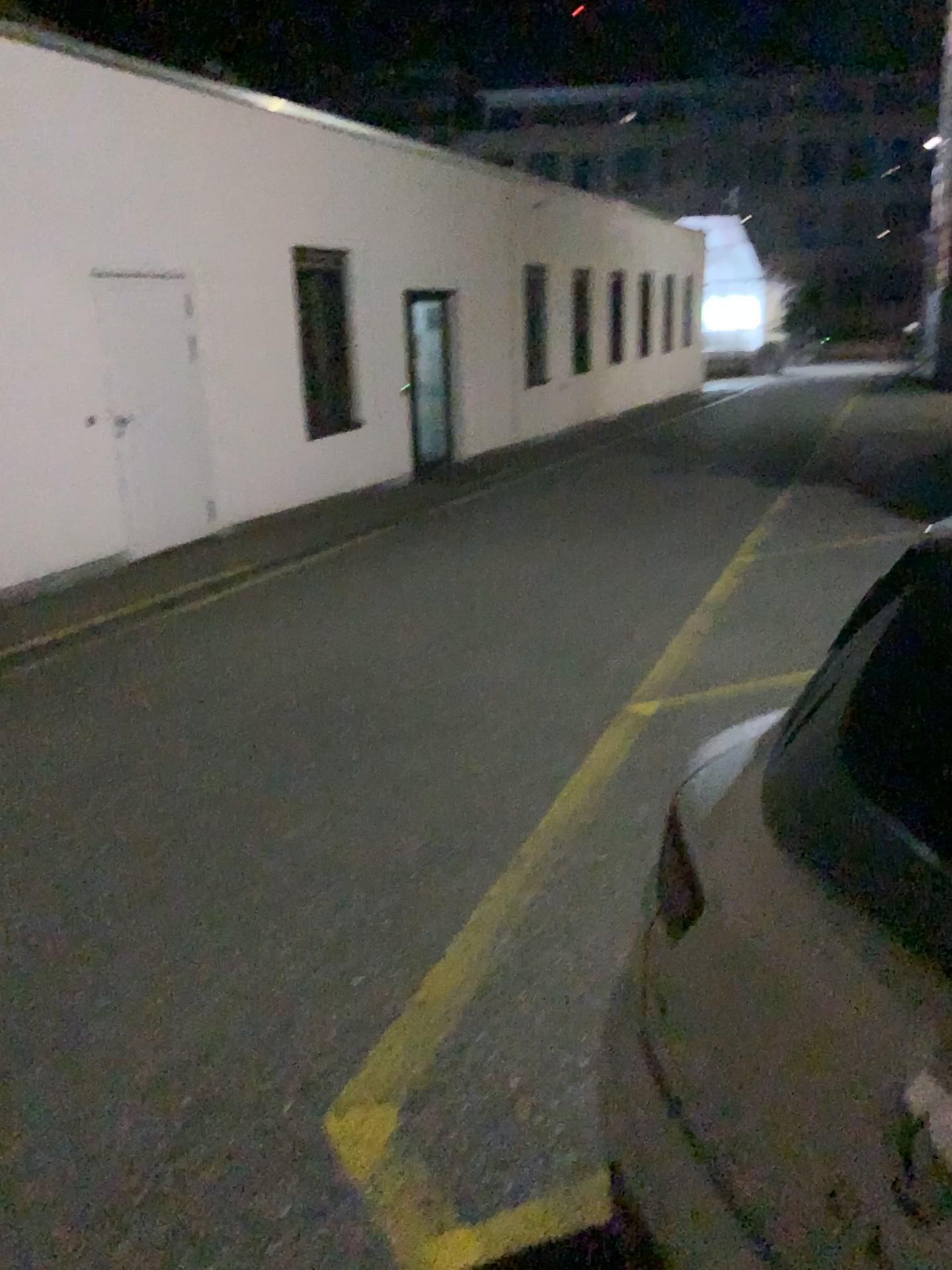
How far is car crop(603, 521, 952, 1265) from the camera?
0.9 meters

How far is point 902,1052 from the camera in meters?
0.9 m

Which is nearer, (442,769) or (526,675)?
(442,769)
